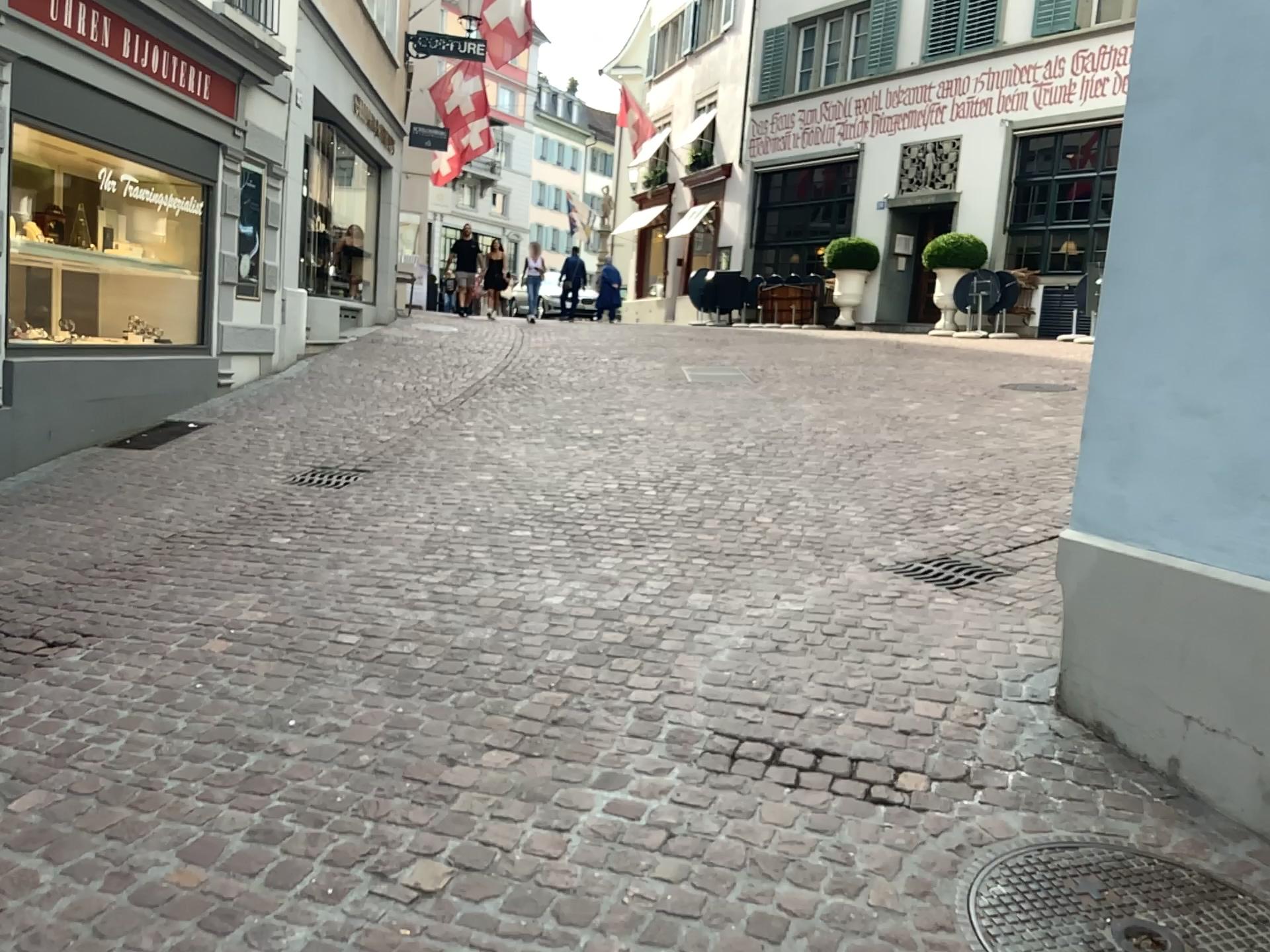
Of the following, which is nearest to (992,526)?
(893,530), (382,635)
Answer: (893,530)

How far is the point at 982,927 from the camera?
2.2 meters

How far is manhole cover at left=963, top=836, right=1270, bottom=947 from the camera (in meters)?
2.17
